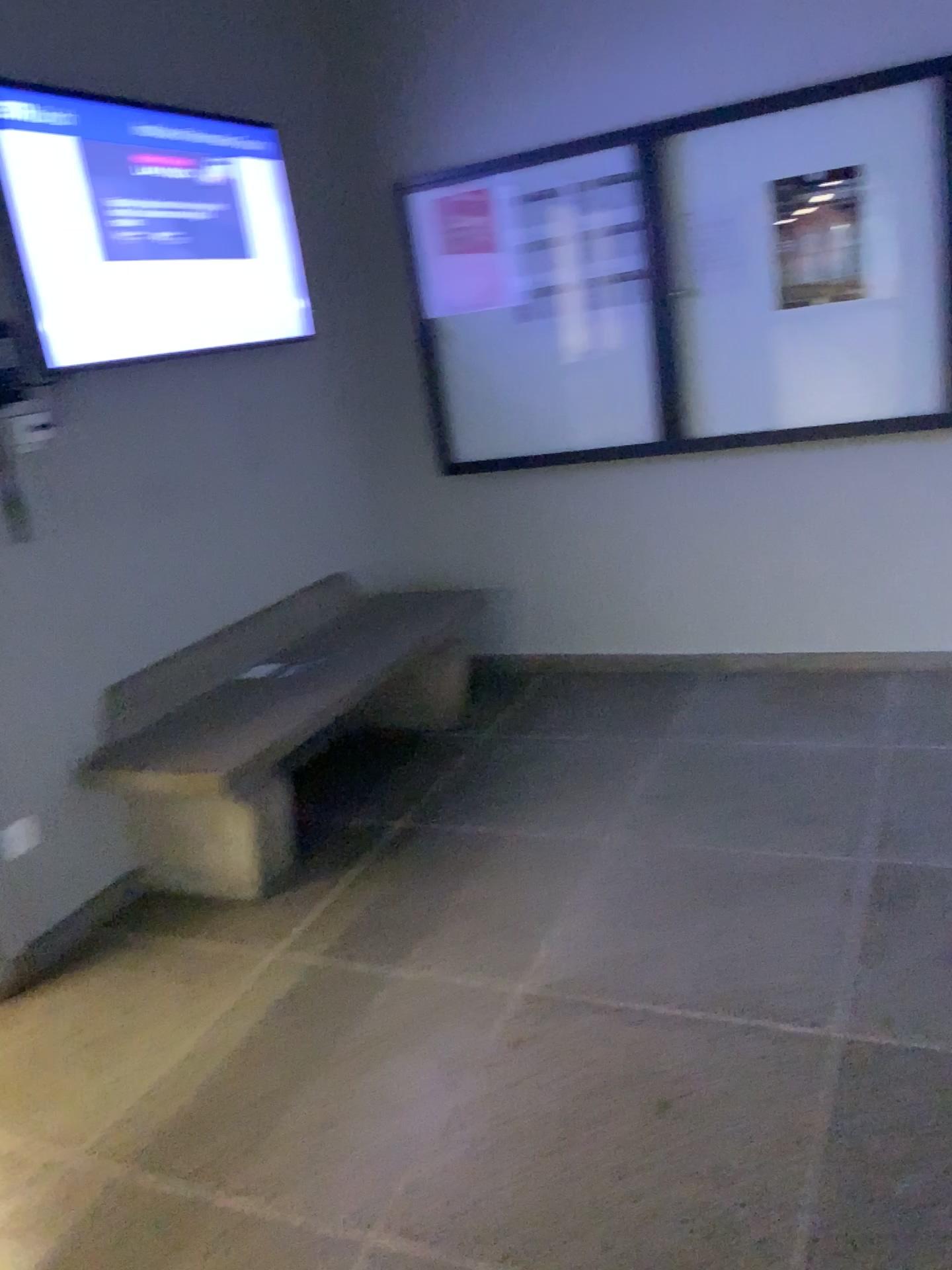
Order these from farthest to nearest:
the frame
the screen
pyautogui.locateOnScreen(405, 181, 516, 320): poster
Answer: pyautogui.locateOnScreen(405, 181, 516, 320): poster, the frame, the screen

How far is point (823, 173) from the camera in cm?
346

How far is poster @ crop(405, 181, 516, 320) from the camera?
4.0m

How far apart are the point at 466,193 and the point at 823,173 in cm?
129

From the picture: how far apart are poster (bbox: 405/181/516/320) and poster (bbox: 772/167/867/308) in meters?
1.0

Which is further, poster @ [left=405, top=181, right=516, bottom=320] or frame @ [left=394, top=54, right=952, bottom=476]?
poster @ [left=405, top=181, right=516, bottom=320]

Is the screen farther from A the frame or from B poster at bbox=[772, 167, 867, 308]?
B poster at bbox=[772, 167, 867, 308]

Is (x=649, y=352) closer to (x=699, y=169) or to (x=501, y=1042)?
(x=699, y=169)

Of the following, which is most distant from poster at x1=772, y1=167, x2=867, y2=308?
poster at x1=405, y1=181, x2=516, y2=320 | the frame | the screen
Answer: the screen

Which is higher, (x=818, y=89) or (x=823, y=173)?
(x=818, y=89)
